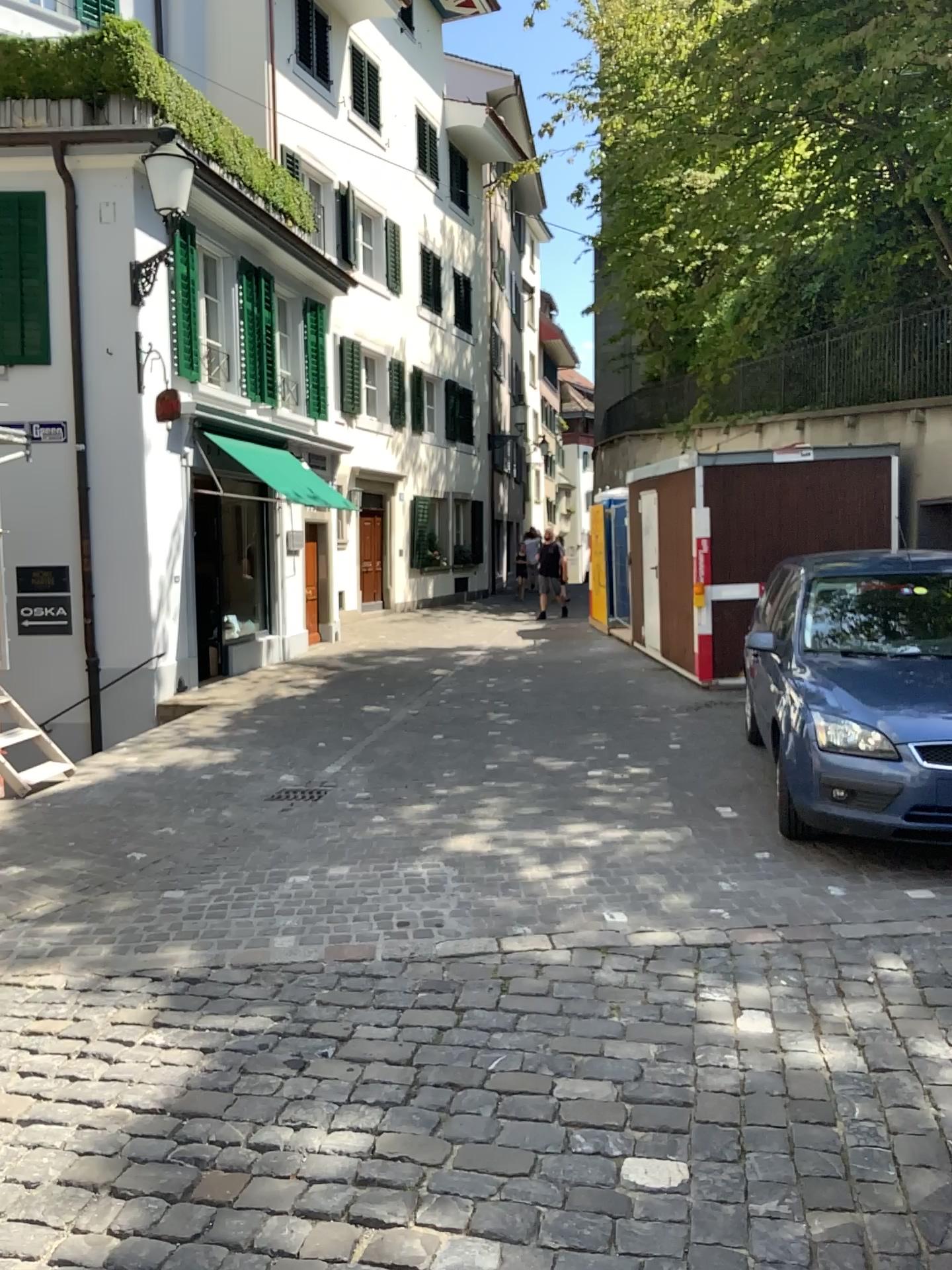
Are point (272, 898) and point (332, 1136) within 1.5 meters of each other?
no
